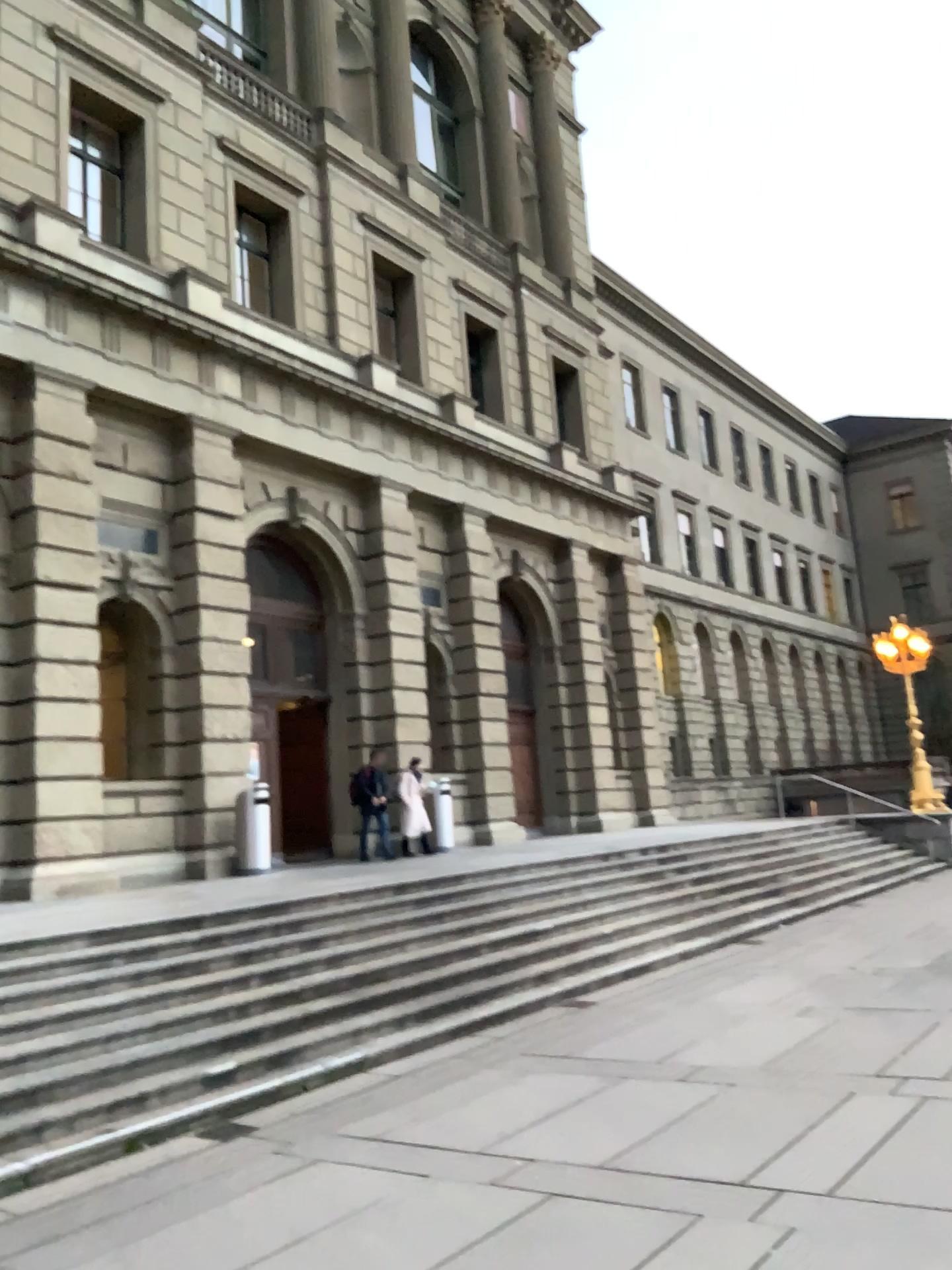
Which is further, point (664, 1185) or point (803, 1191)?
point (664, 1185)
